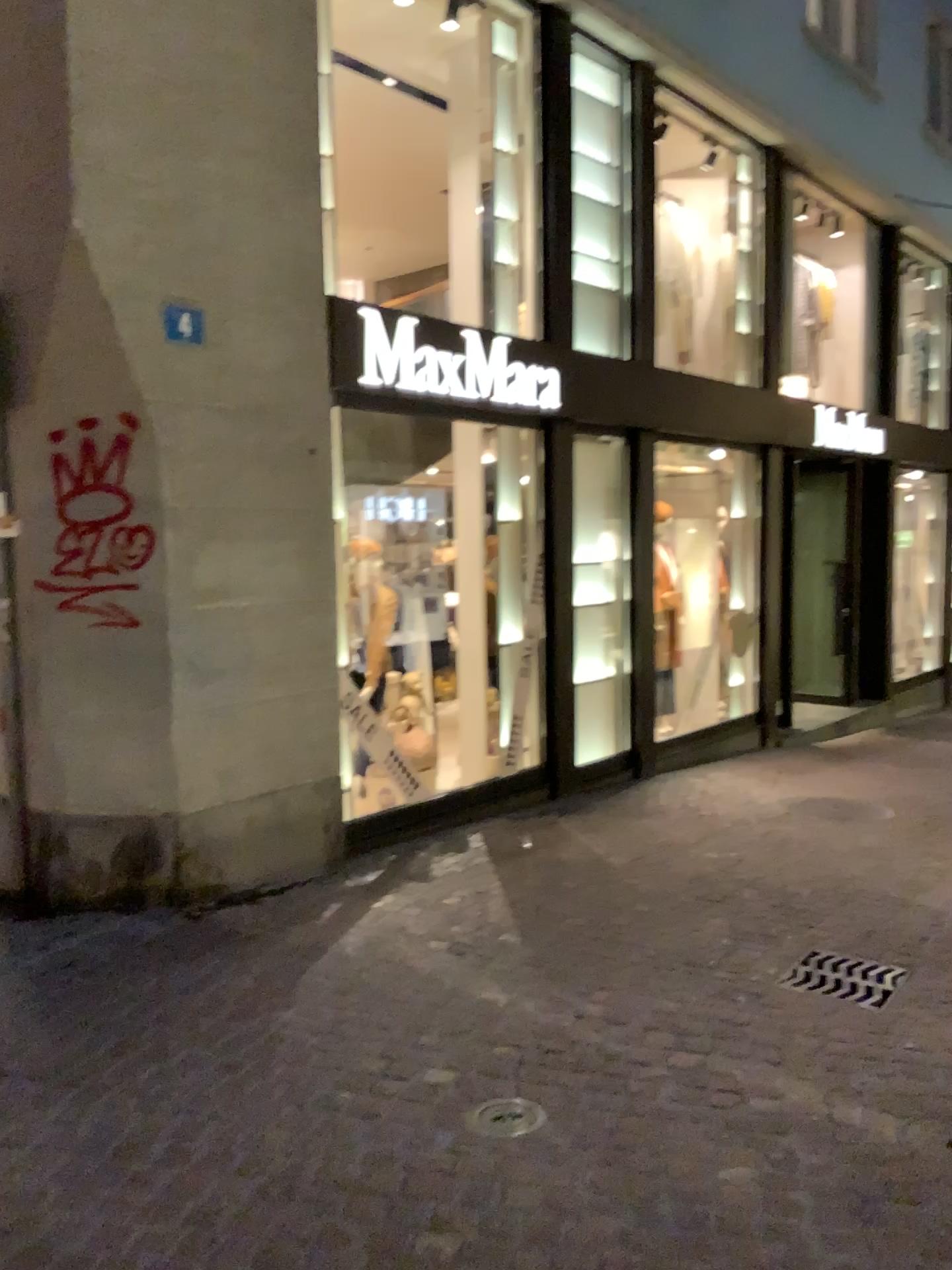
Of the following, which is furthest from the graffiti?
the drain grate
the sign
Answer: the drain grate

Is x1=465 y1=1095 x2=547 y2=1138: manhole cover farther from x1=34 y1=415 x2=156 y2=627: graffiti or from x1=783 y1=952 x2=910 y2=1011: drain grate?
x1=34 y1=415 x2=156 y2=627: graffiti

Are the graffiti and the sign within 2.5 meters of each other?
yes

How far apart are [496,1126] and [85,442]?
3.2 meters

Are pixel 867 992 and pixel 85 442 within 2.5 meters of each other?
no

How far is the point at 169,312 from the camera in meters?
4.5

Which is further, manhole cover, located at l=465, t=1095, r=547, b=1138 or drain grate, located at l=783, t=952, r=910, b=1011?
drain grate, located at l=783, t=952, r=910, b=1011

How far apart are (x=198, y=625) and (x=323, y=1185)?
2.7 meters

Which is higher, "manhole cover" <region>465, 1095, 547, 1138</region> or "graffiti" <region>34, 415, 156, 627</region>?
"graffiti" <region>34, 415, 156, 627</region>

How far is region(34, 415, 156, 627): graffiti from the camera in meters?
4.5 m
